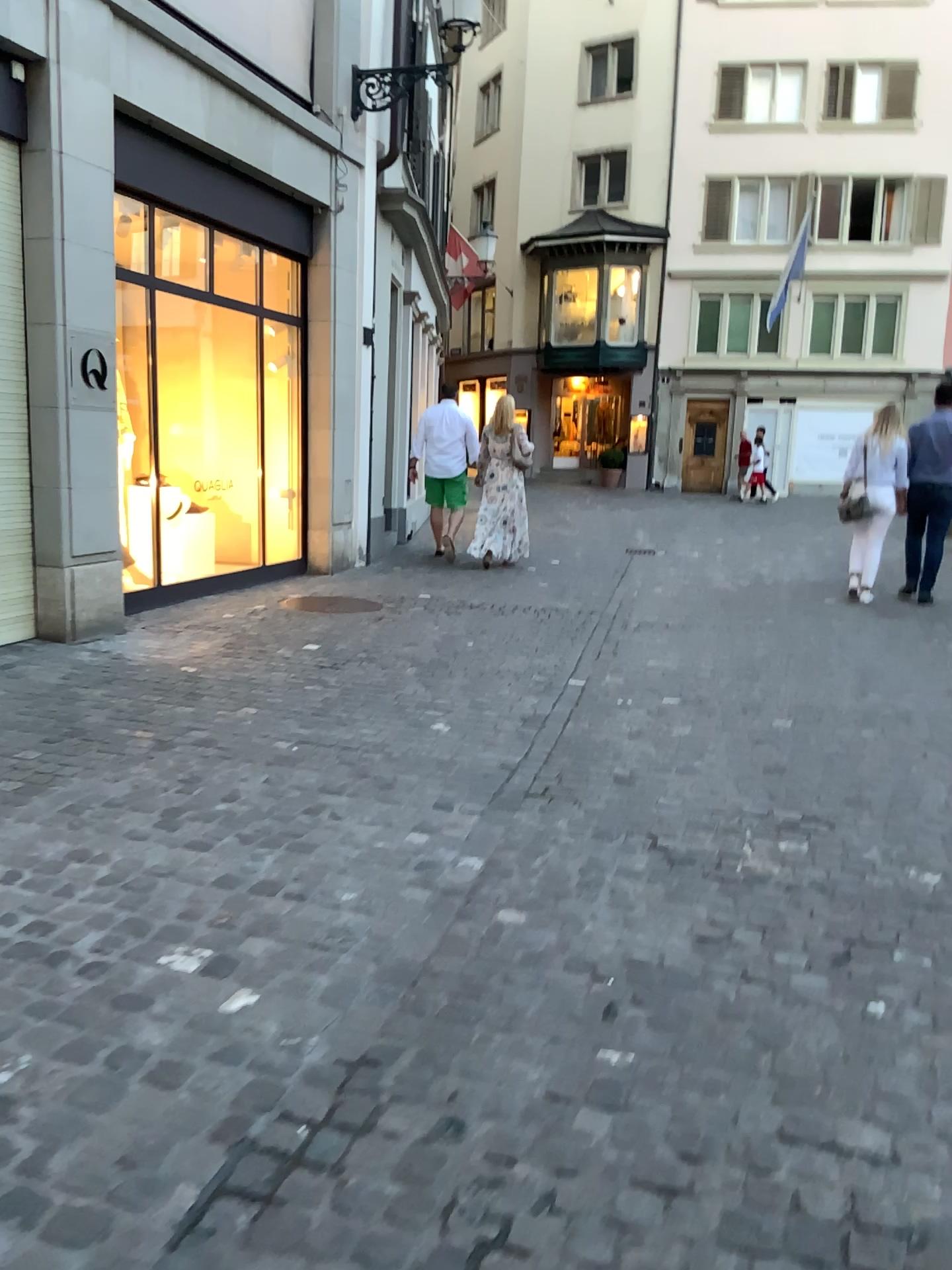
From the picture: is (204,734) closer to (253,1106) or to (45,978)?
(45,978)
